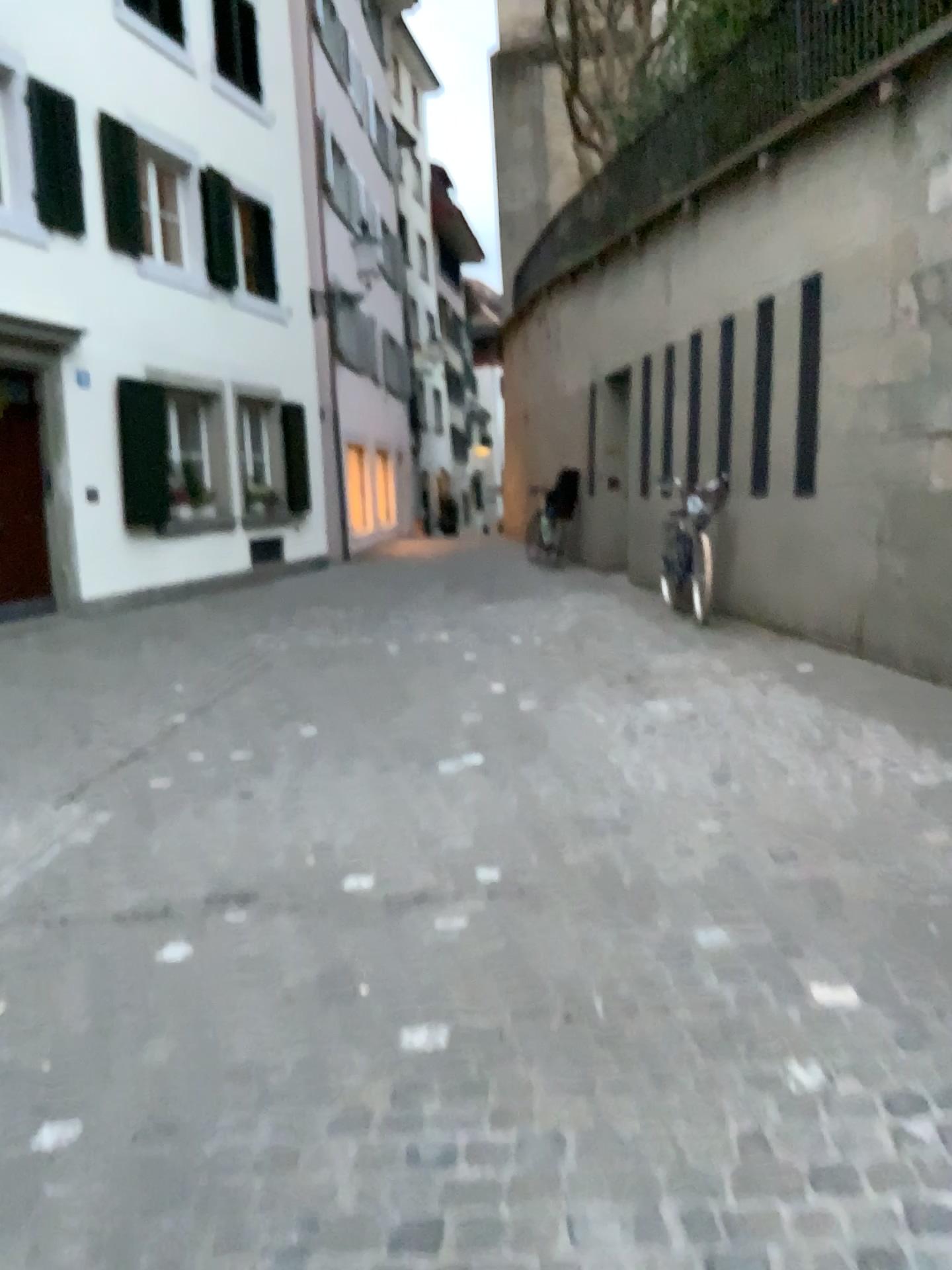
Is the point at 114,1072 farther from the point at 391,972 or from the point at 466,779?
the point at 466,779
